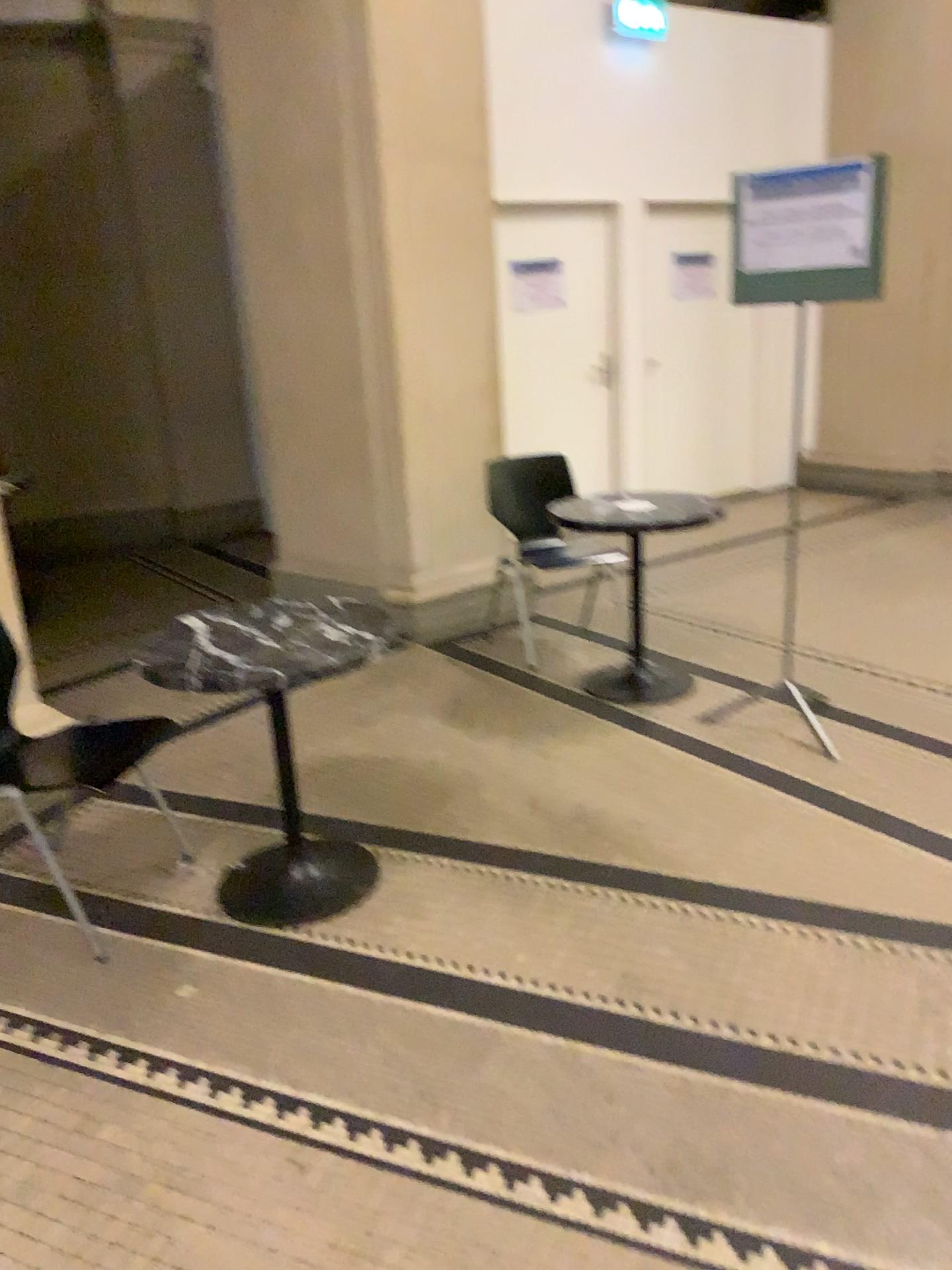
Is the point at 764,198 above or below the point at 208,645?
above

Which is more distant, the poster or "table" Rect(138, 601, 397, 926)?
the poster

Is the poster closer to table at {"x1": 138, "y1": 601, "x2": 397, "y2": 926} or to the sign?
the sign

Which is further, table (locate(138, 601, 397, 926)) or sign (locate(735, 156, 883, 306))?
sign (locate(735, 156, 883, 306))

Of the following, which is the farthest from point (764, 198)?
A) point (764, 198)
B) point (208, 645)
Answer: point (208, 645)

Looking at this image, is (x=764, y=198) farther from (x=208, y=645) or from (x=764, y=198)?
(x=208, y=645)

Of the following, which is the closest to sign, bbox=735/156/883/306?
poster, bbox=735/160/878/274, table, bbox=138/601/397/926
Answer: poster, bbox=735/160/878/274

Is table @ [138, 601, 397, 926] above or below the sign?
below

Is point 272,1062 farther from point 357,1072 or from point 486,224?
point 486,224
